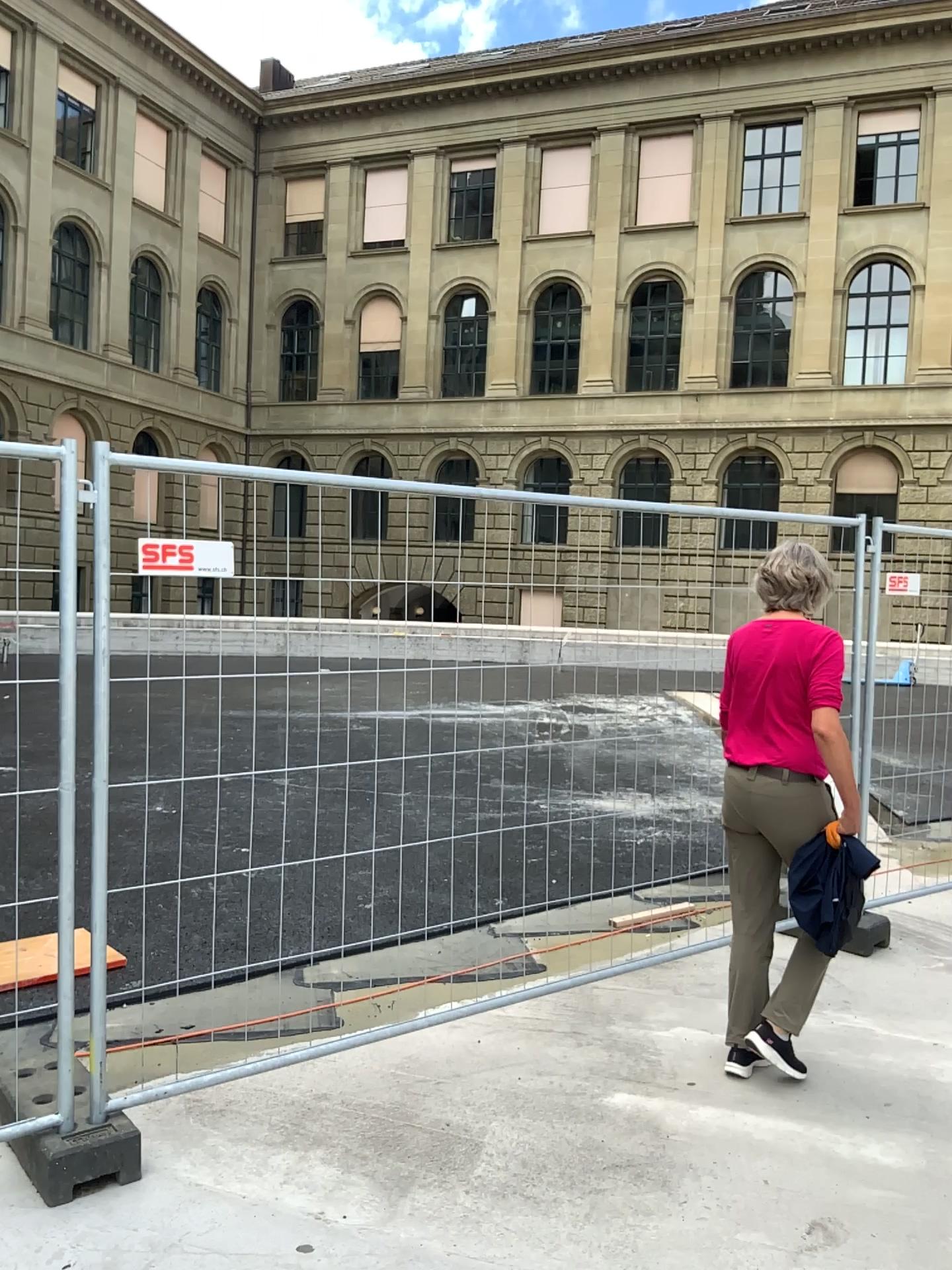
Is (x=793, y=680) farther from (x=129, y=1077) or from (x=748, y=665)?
(x=129, y=1077)
